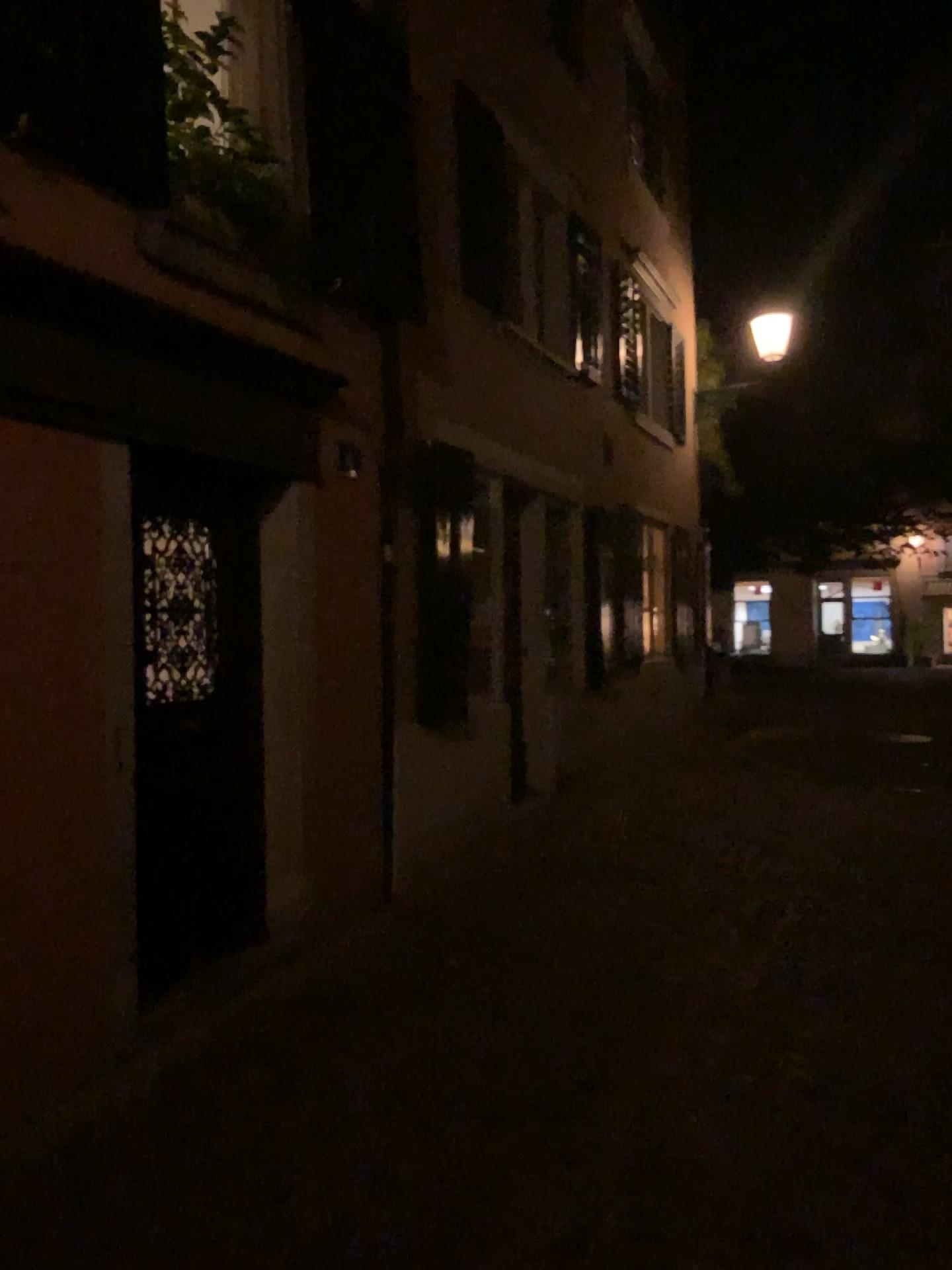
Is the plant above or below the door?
above

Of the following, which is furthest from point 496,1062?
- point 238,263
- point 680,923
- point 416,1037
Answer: point 238,263

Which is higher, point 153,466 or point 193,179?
point 193,179
